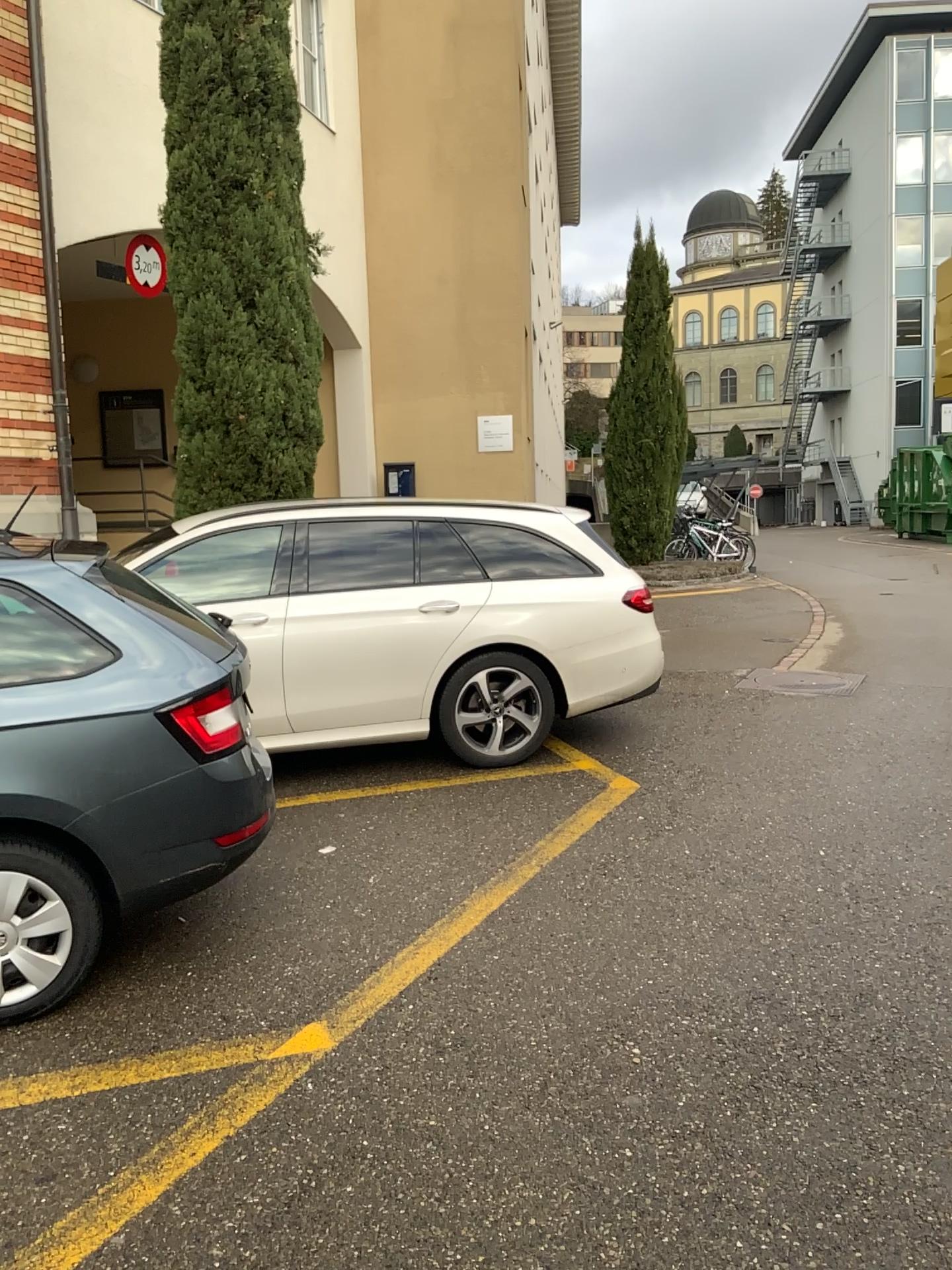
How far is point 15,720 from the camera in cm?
317

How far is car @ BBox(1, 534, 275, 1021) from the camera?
3.2m

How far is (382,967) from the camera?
3.5m
